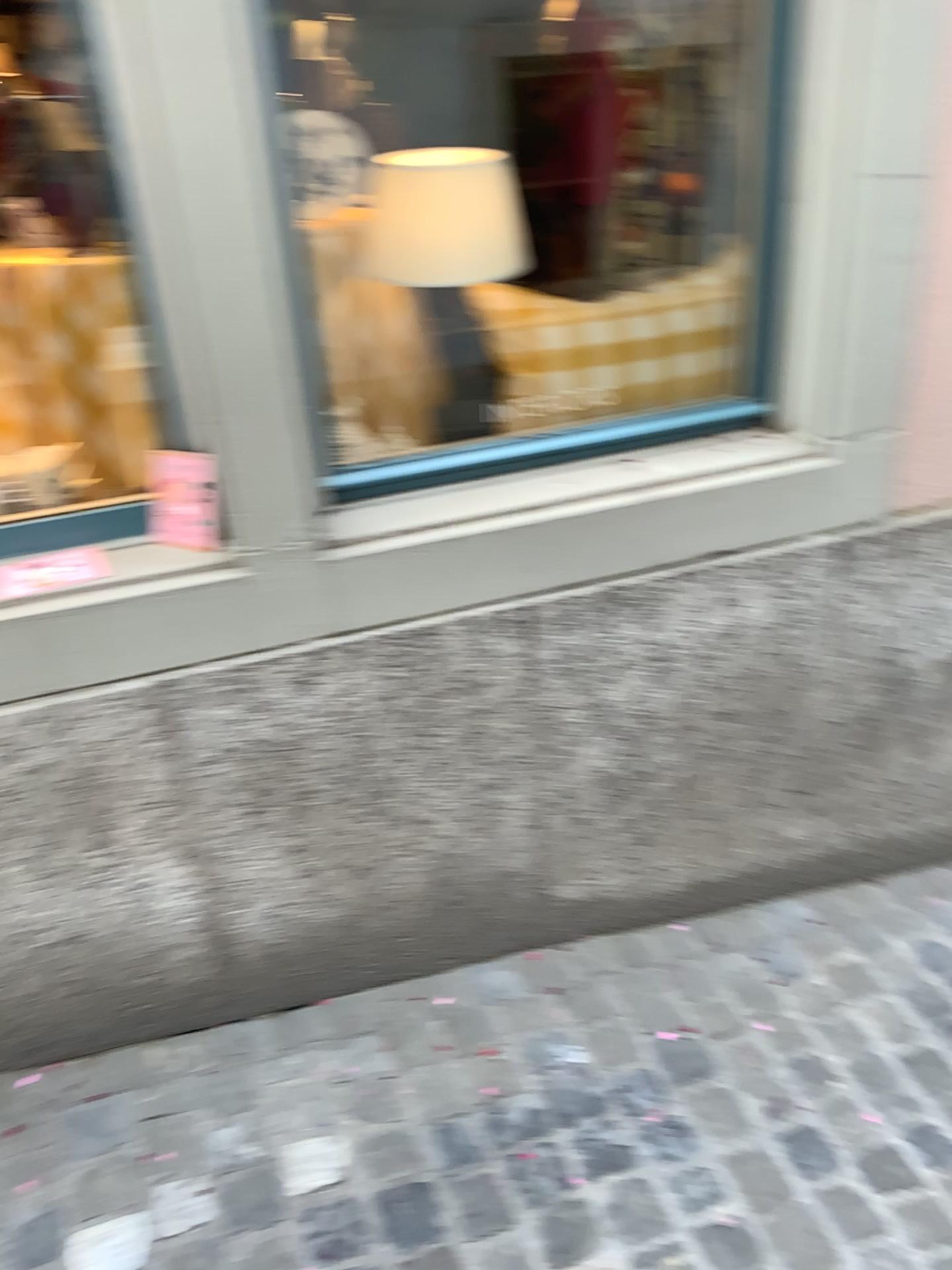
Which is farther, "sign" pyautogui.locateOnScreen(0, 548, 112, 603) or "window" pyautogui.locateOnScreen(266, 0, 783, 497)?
"window" pyautogui.locateOnScreen(266, 0, 783, 497)

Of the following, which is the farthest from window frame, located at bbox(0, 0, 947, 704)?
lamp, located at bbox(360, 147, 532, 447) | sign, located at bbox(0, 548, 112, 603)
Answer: lamp, located at bbox(360, 147, 532, 447)

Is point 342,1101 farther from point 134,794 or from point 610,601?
point 610,601

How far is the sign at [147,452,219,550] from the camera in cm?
168

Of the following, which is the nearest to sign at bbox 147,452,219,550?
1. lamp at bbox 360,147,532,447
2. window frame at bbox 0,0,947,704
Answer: window frame at bbox 0,0,947,704

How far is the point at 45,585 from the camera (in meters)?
1.59

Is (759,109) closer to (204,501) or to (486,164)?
(486,164)

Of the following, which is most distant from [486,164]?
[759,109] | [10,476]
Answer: [10,476]

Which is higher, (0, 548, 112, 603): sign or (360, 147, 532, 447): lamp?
(360, 147, 532, 447): lamp

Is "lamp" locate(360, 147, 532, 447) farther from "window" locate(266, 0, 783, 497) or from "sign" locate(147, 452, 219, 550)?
"sign" locate(147, 452, 219, 550)
